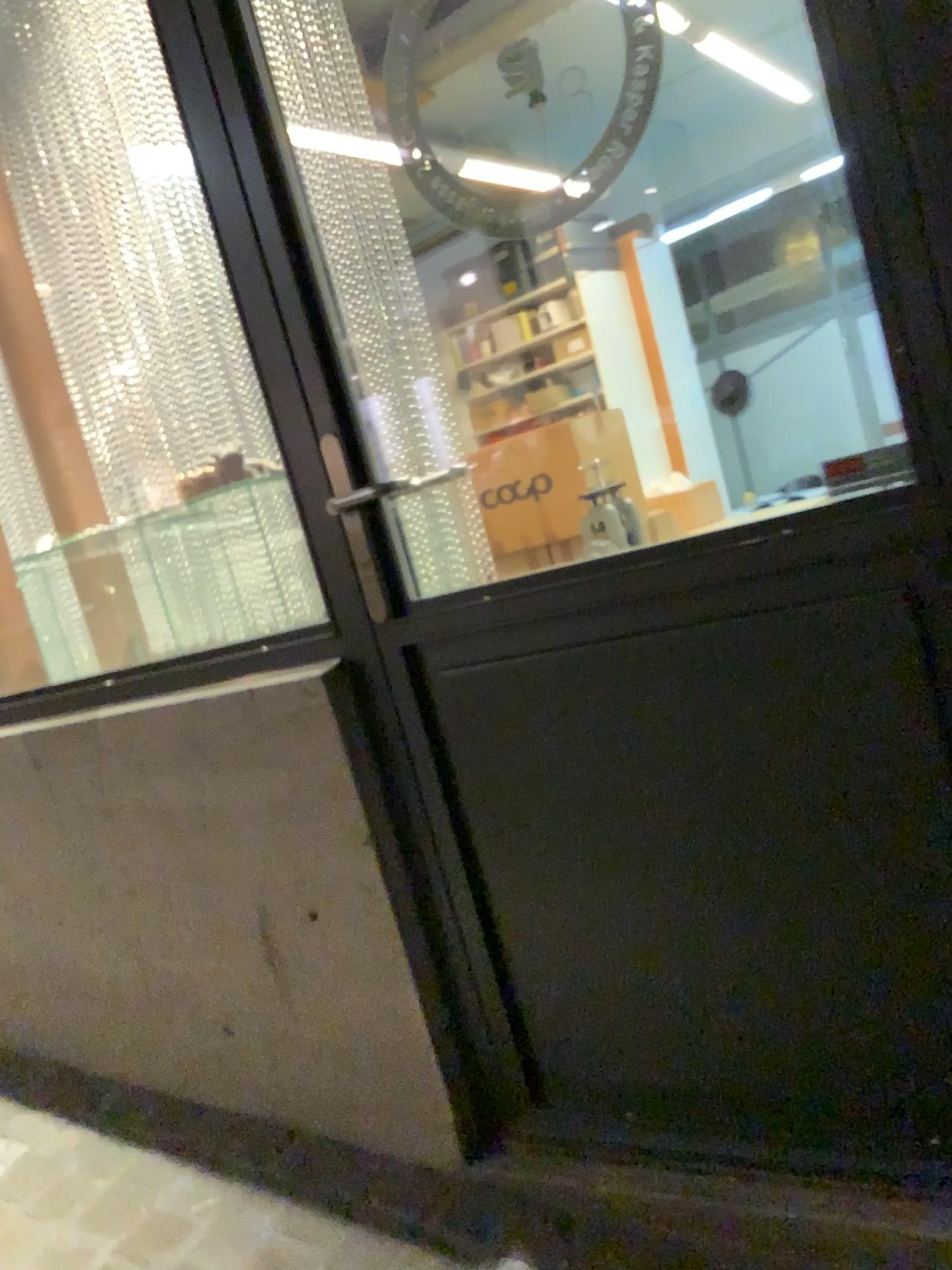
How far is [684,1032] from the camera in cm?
150
